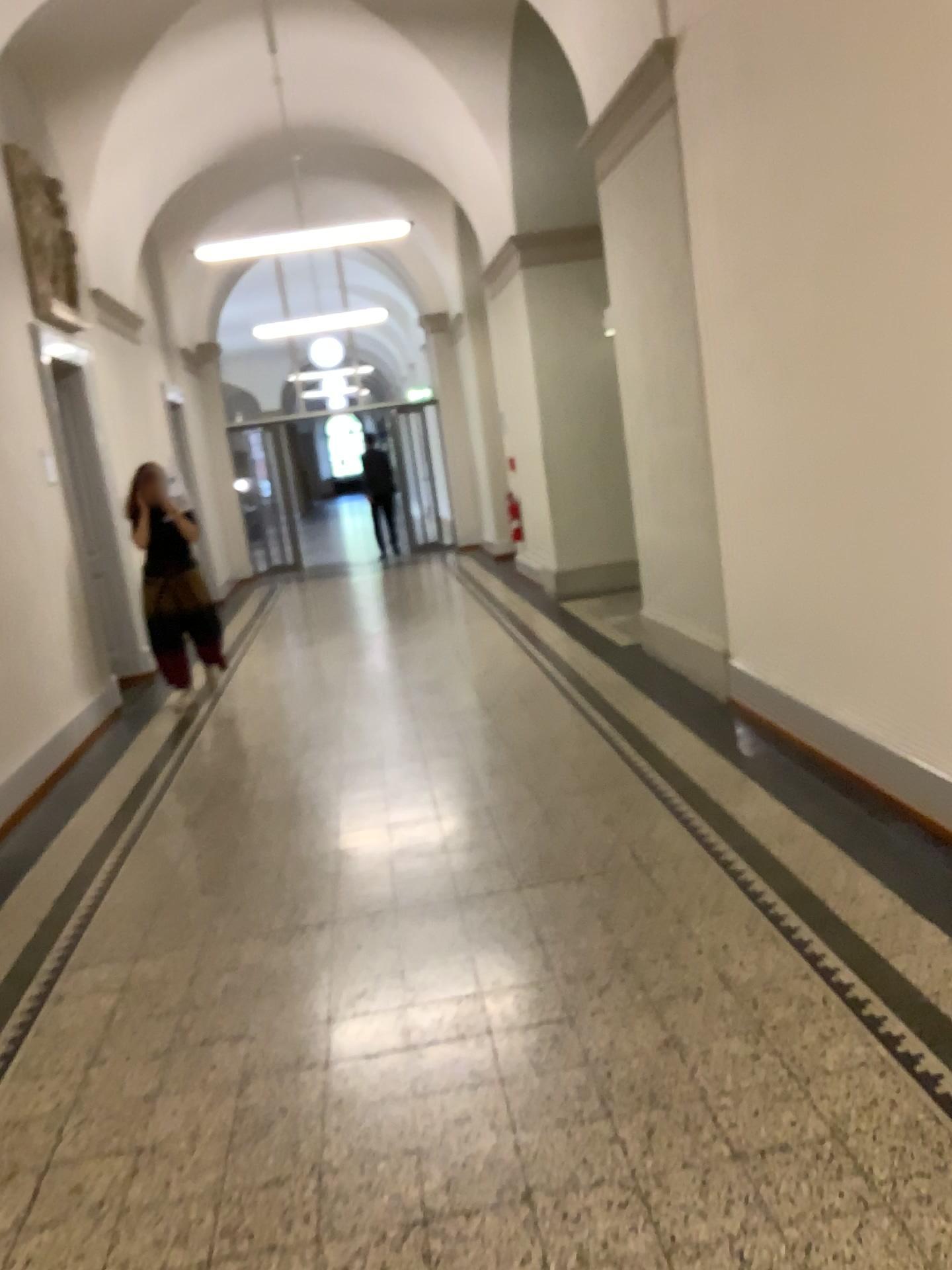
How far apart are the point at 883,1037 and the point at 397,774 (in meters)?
2.74
